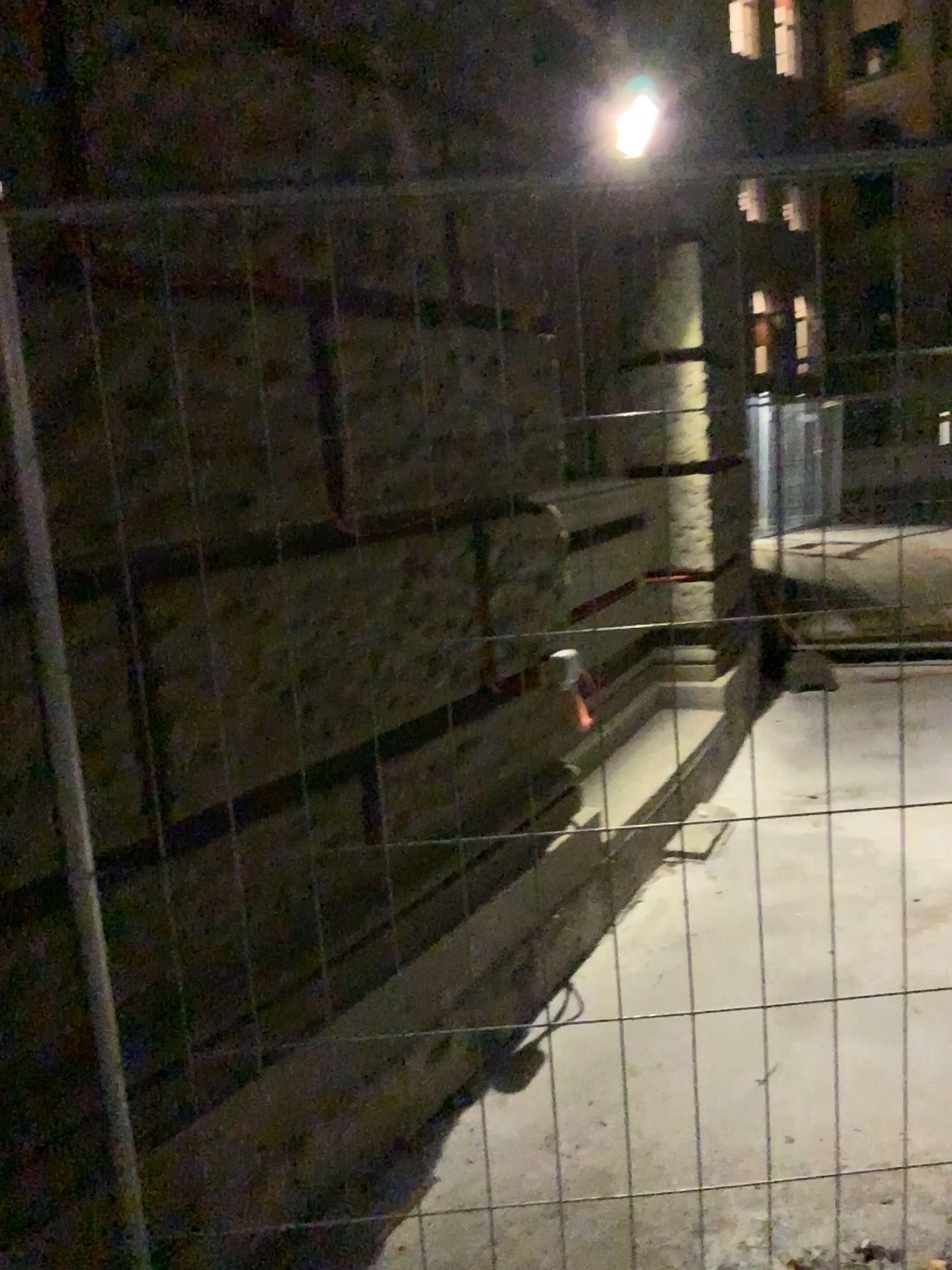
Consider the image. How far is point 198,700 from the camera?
1.92m
